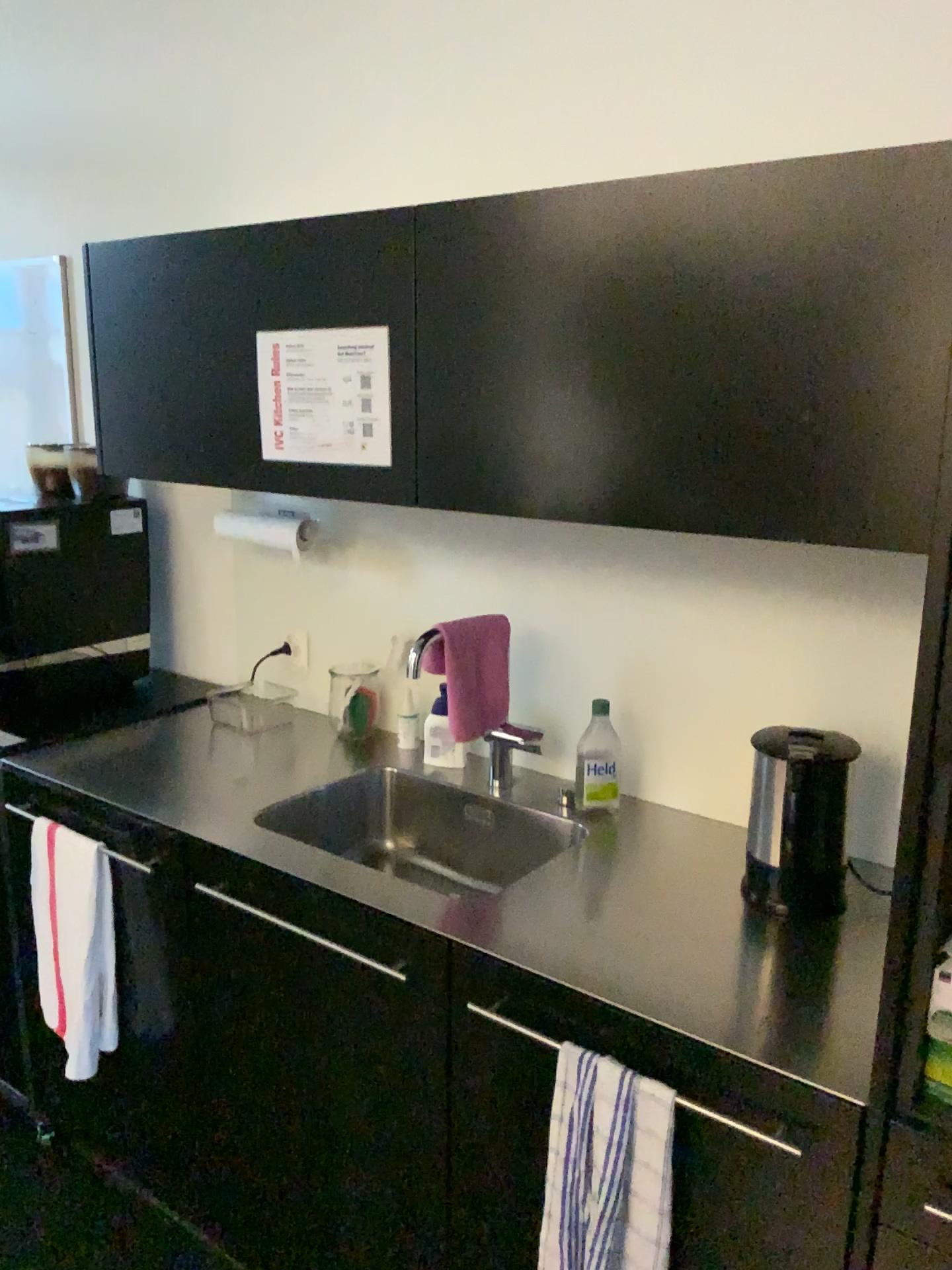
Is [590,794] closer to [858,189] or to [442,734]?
[442,734]

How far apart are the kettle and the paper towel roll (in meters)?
1.15

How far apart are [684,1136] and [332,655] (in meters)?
1.34

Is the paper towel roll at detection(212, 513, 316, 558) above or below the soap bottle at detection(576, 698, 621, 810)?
above

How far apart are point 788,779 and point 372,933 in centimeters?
62cm

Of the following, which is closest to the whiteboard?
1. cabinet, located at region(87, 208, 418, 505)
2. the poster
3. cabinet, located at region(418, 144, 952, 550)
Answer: cabinet, located at region(87, 208, 418, 505)

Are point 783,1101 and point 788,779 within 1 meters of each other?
yes

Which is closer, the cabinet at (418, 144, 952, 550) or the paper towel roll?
the cabinet at (418, 144, 952, 550)

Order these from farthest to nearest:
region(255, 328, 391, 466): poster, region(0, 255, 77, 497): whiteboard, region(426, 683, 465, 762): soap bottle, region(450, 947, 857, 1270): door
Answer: region(0, 255, 77, 497): whiteboard → region(426, 683, 465, 762): soap bottle → region(255, 328, 391, 466): poster → region(450, 947, 857, 1270): door

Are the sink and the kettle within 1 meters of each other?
yes
